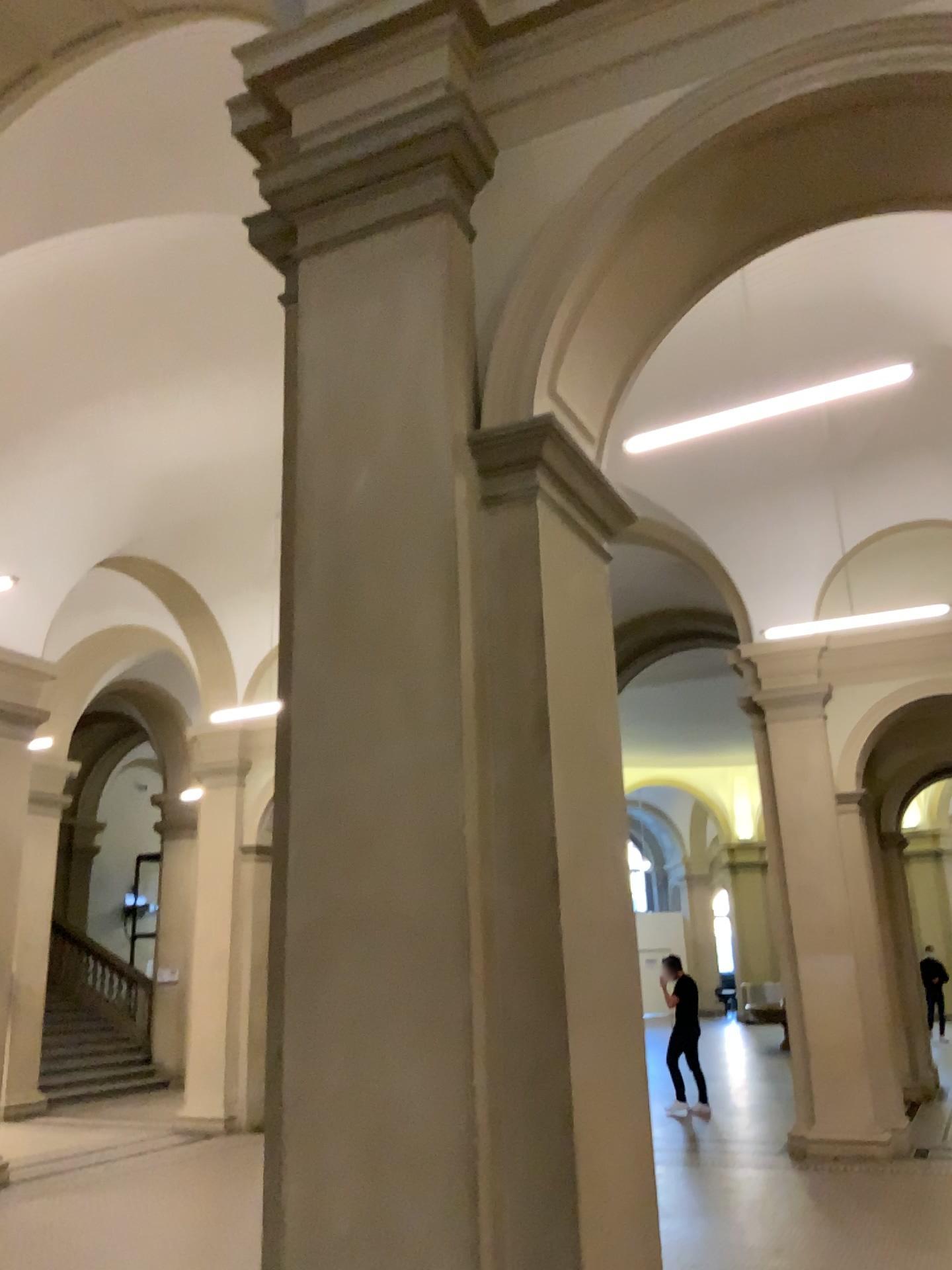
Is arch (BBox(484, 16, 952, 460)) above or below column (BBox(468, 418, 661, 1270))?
above

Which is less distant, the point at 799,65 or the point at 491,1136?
the point at 491,1136

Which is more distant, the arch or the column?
the arch

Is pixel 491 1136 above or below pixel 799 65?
below

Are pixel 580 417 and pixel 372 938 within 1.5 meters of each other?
no
